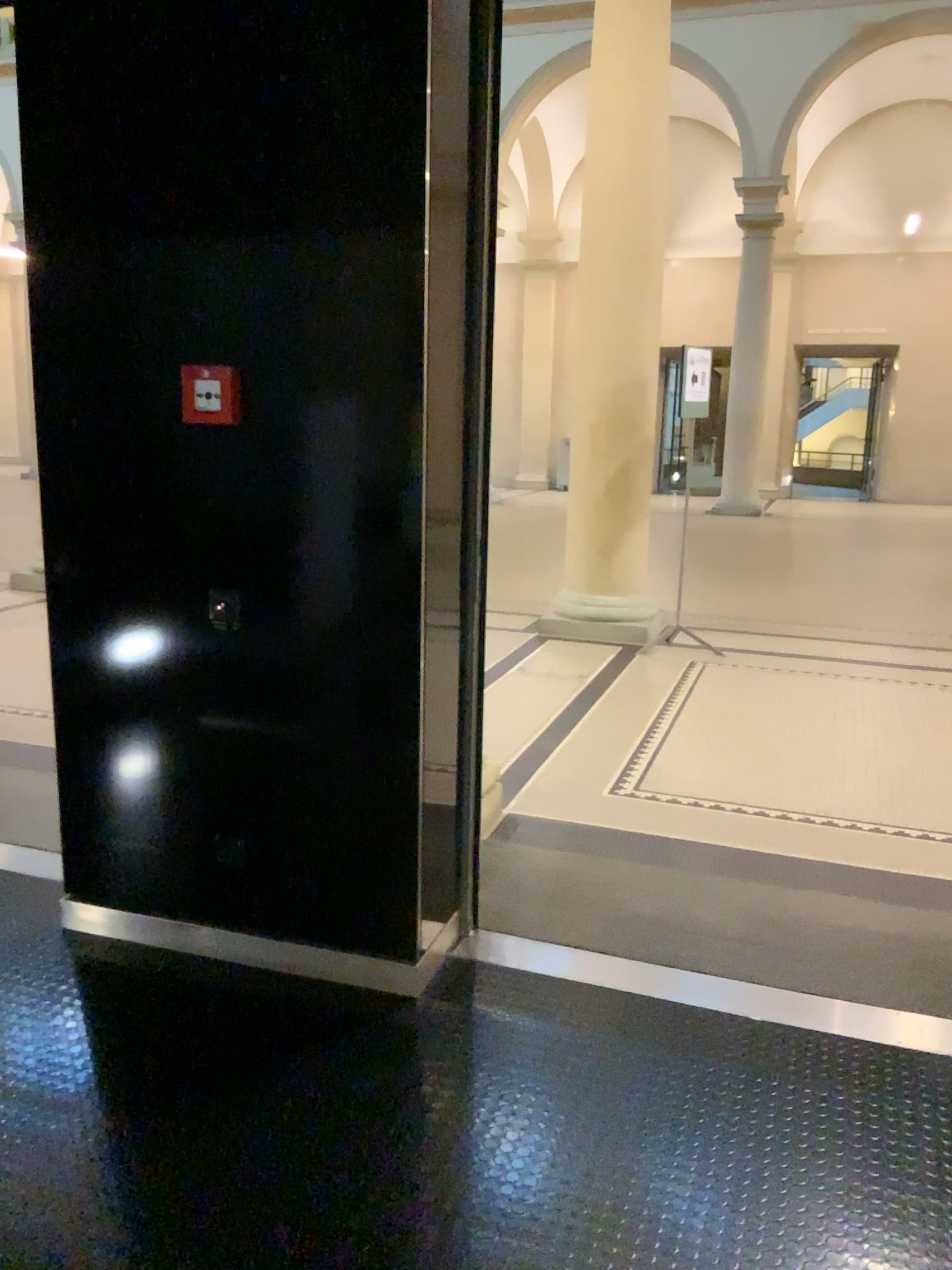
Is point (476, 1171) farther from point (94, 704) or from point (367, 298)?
point (367, 298)

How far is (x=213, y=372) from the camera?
2.49m

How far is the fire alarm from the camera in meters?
2.5
